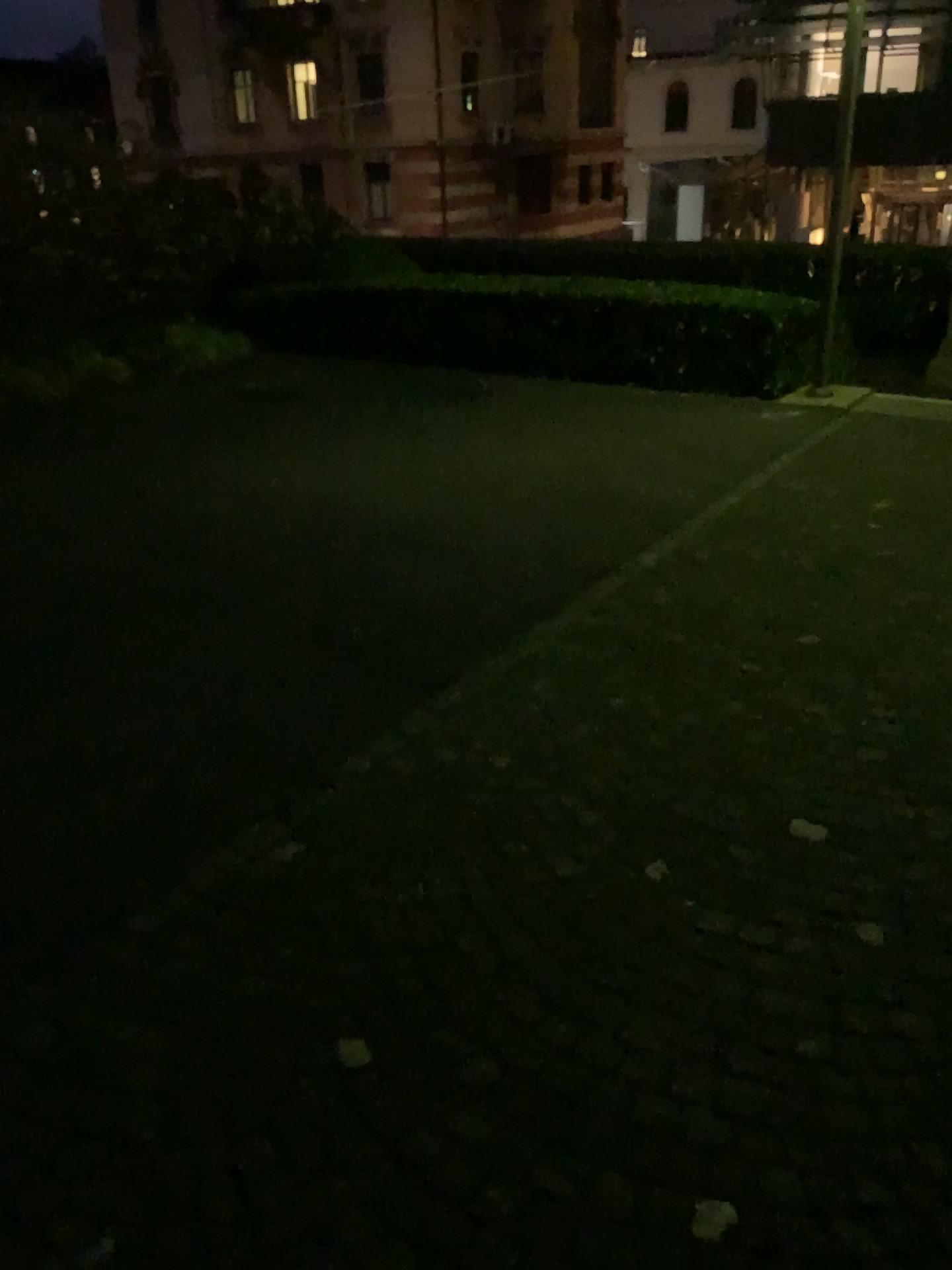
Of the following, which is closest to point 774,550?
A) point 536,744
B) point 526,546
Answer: point 526,546
